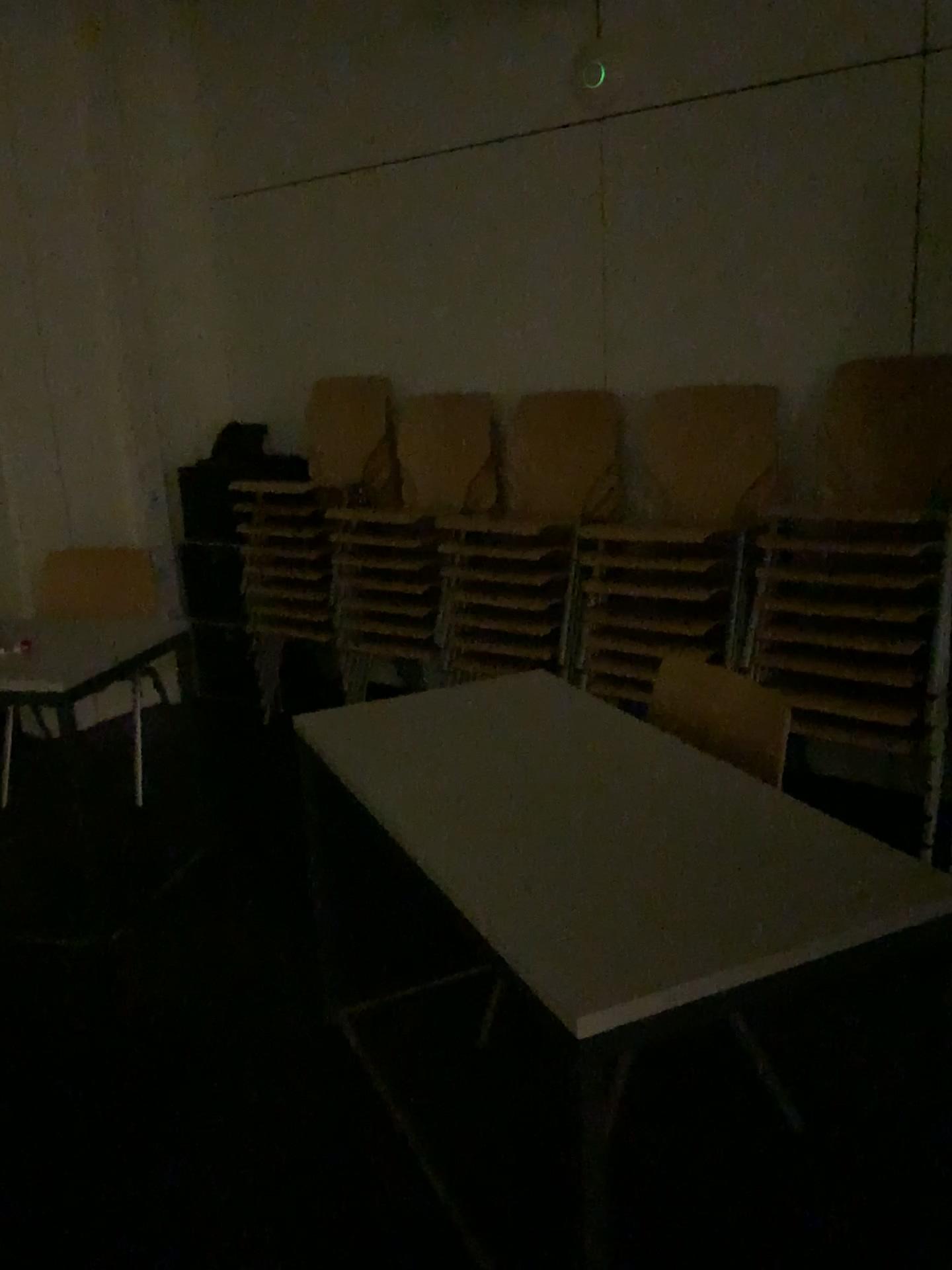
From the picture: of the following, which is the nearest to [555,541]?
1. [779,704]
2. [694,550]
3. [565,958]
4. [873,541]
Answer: [694,550]

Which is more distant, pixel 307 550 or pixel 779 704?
pixel 307 550

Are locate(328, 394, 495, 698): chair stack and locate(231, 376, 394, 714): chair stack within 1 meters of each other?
yes

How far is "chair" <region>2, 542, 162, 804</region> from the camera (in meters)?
3.60

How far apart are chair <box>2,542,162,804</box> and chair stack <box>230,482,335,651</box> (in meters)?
0.44

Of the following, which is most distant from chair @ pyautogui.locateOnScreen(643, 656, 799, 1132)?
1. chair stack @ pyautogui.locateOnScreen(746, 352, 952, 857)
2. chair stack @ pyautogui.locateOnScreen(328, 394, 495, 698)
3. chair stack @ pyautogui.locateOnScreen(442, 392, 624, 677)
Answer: chair stack @ pyautogui.locateOnScreen(328, 394, 495, 698)

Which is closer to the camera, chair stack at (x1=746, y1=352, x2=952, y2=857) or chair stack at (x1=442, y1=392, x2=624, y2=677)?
chair stack at (x1=746, y1=352, x2=952, y2=857)

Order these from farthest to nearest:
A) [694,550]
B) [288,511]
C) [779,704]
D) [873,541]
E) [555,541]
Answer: [288,511] → [555,541] → [694,550] → [873,541] → [779,704]

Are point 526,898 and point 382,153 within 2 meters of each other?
no

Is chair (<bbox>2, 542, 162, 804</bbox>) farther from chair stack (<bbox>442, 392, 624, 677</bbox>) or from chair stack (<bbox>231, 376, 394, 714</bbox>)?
chair stack (<bbox>442, 392, 624, 677</bbox>)
